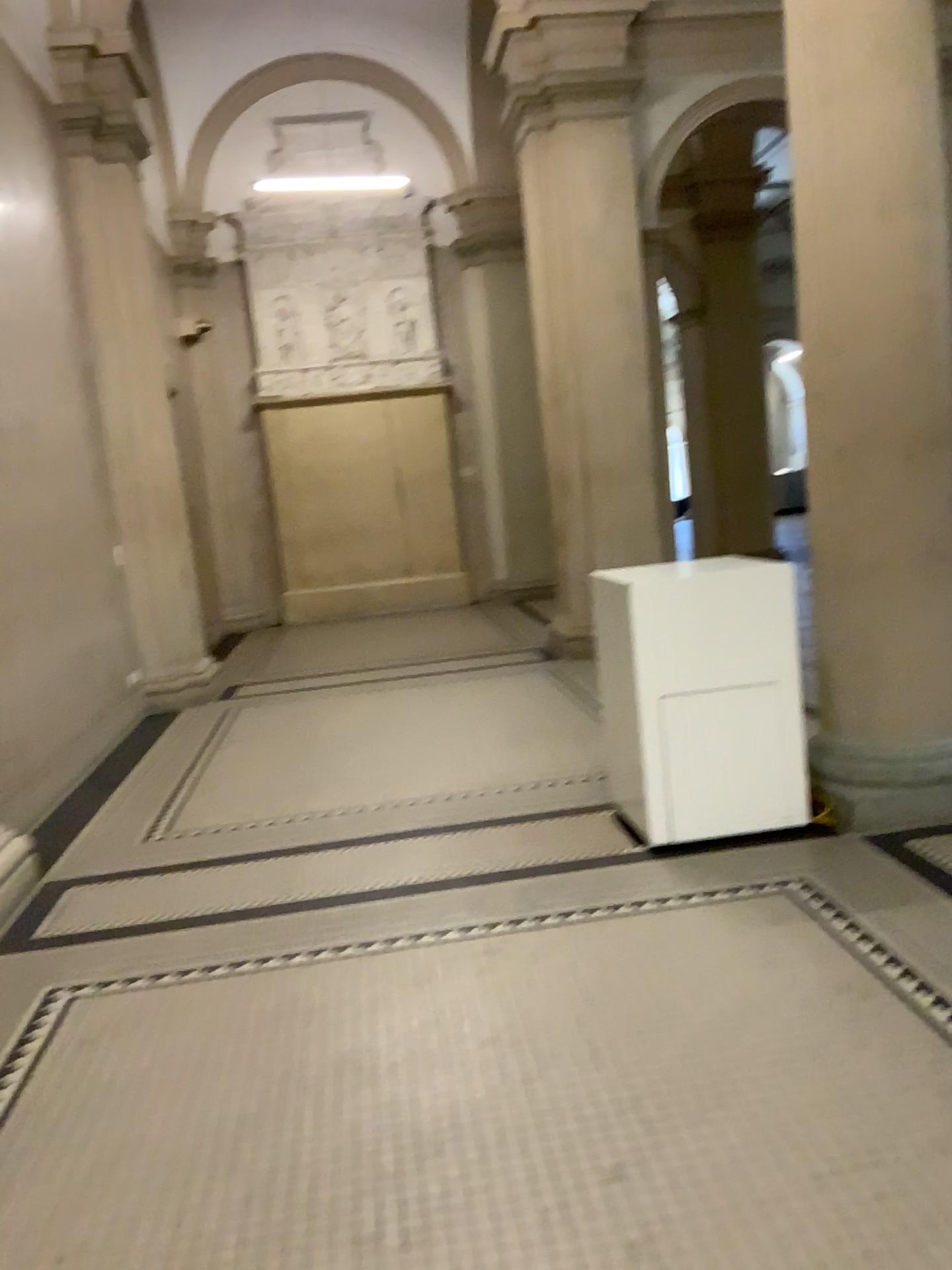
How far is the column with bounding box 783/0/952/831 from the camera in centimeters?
368cm

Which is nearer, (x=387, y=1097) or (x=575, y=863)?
(x=387, y=1097)

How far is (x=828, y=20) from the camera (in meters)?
3.68
